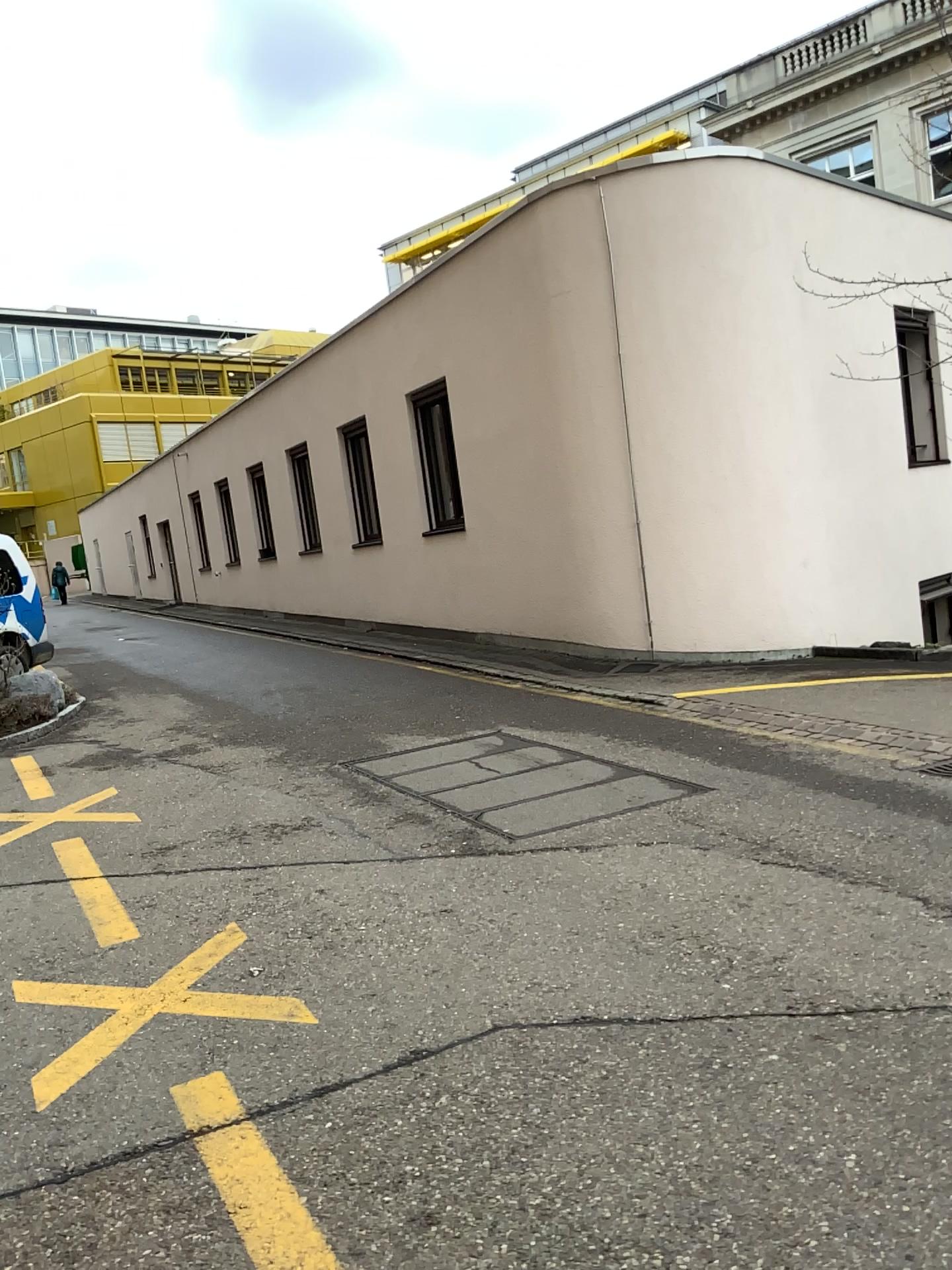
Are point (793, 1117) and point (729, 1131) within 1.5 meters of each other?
yes
